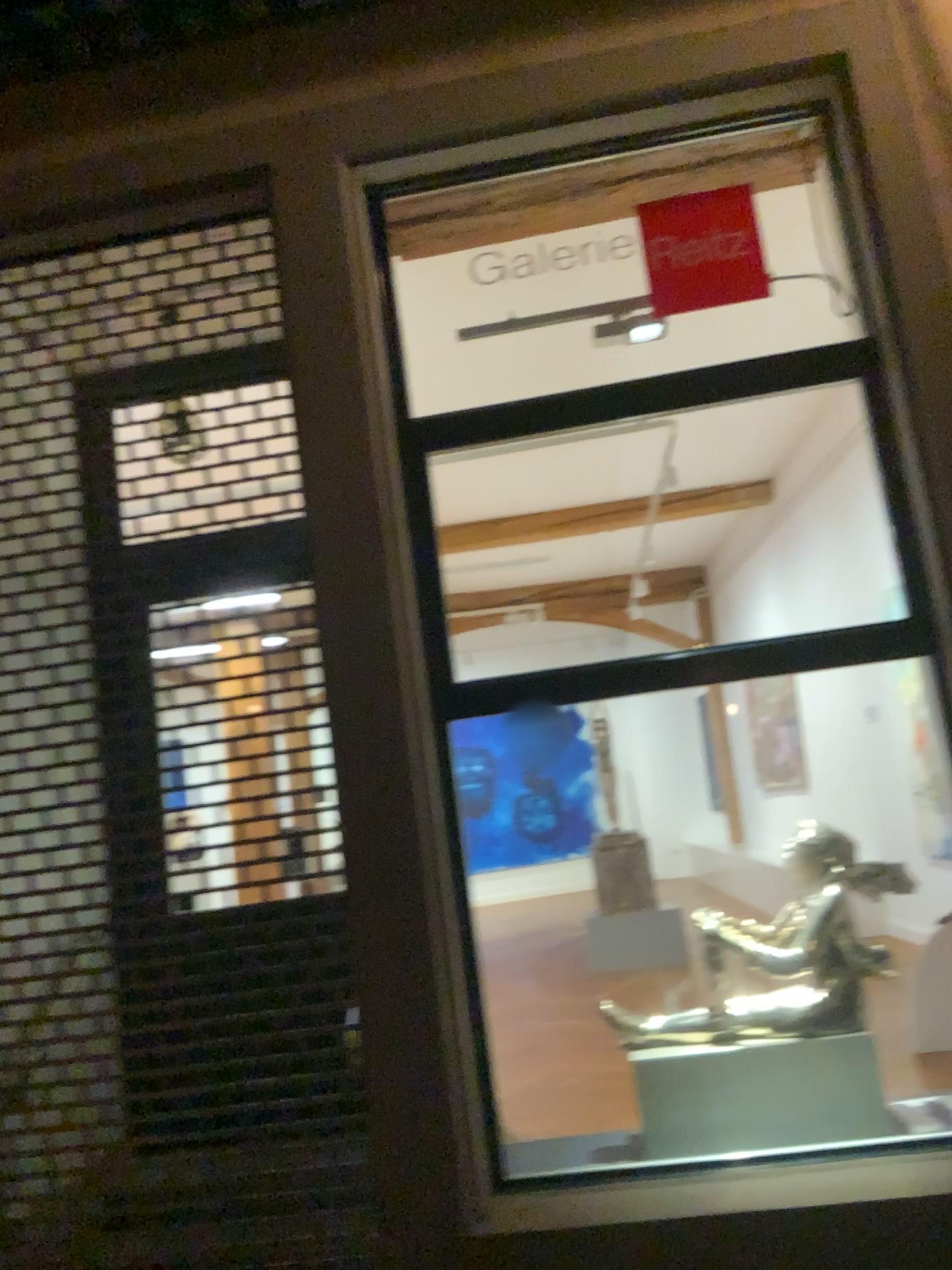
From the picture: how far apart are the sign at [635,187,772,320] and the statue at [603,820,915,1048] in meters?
1.6 m

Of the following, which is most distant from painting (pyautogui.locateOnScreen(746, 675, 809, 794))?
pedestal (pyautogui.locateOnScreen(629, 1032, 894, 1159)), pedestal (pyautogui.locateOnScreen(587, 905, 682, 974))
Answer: pedestal (pyautogui.locateOnScreen(629, 1032, 894, 1159))

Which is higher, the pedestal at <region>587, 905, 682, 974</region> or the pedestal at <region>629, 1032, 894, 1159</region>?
the pedestal at <region>587, 905, 682, 974</region>

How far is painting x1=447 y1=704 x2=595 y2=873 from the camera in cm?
310

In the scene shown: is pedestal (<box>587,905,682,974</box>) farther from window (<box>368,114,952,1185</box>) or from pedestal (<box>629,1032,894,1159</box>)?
pedestal (<box>629,1032,894,1159</box>)

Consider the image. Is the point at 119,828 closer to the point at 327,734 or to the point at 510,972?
the point at 327,734

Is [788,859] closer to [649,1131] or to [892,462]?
[649,1131]

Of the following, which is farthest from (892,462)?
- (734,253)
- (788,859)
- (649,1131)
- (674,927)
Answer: (649,1131)

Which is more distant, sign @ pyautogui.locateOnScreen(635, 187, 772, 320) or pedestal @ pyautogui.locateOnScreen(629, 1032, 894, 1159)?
sign @ pyautogui.locateOnScreen(635, 187, 772, 320)

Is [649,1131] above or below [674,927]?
below
